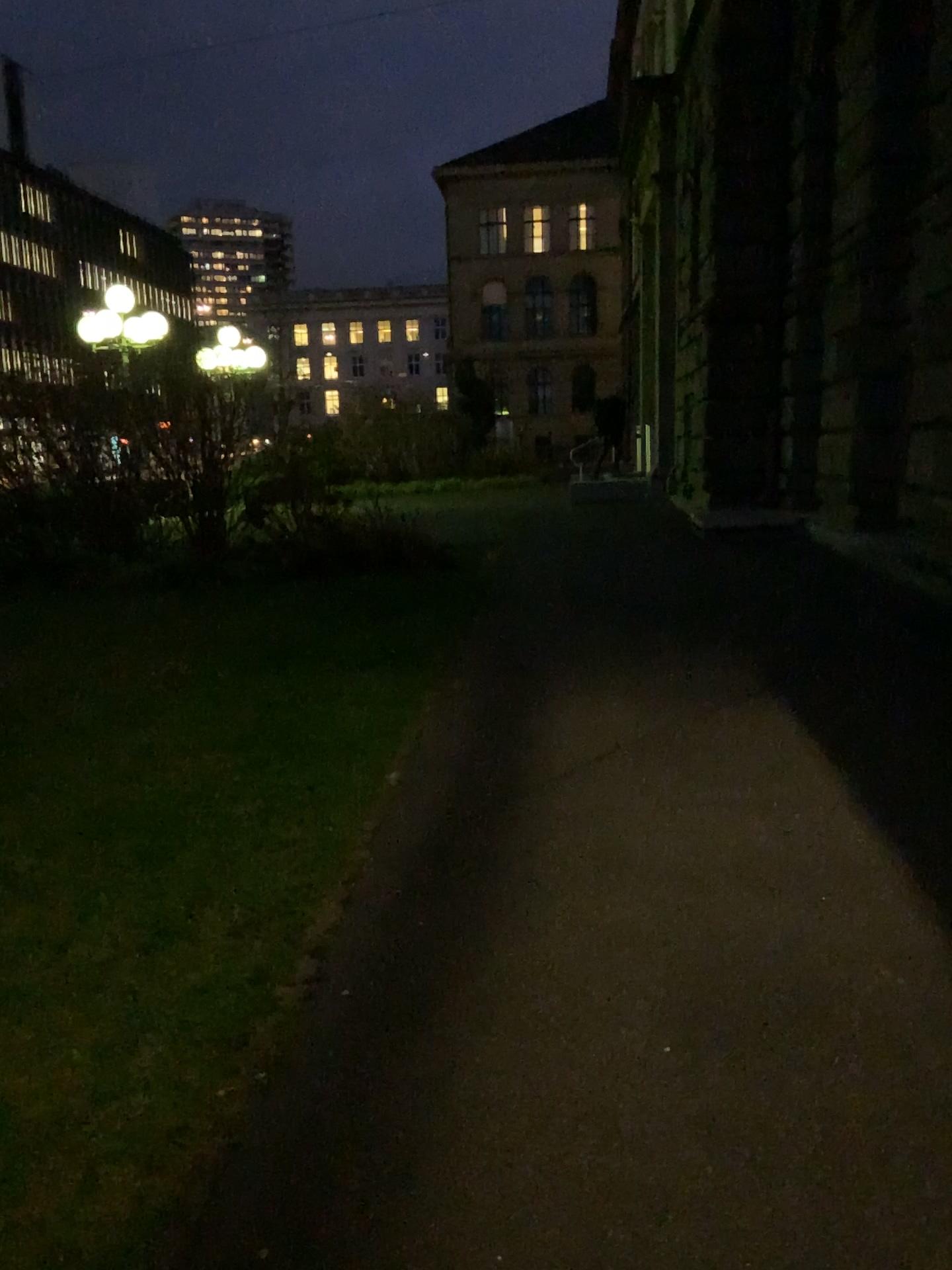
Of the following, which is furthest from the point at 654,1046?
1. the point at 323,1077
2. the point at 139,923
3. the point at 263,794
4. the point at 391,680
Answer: the point at 391,680
